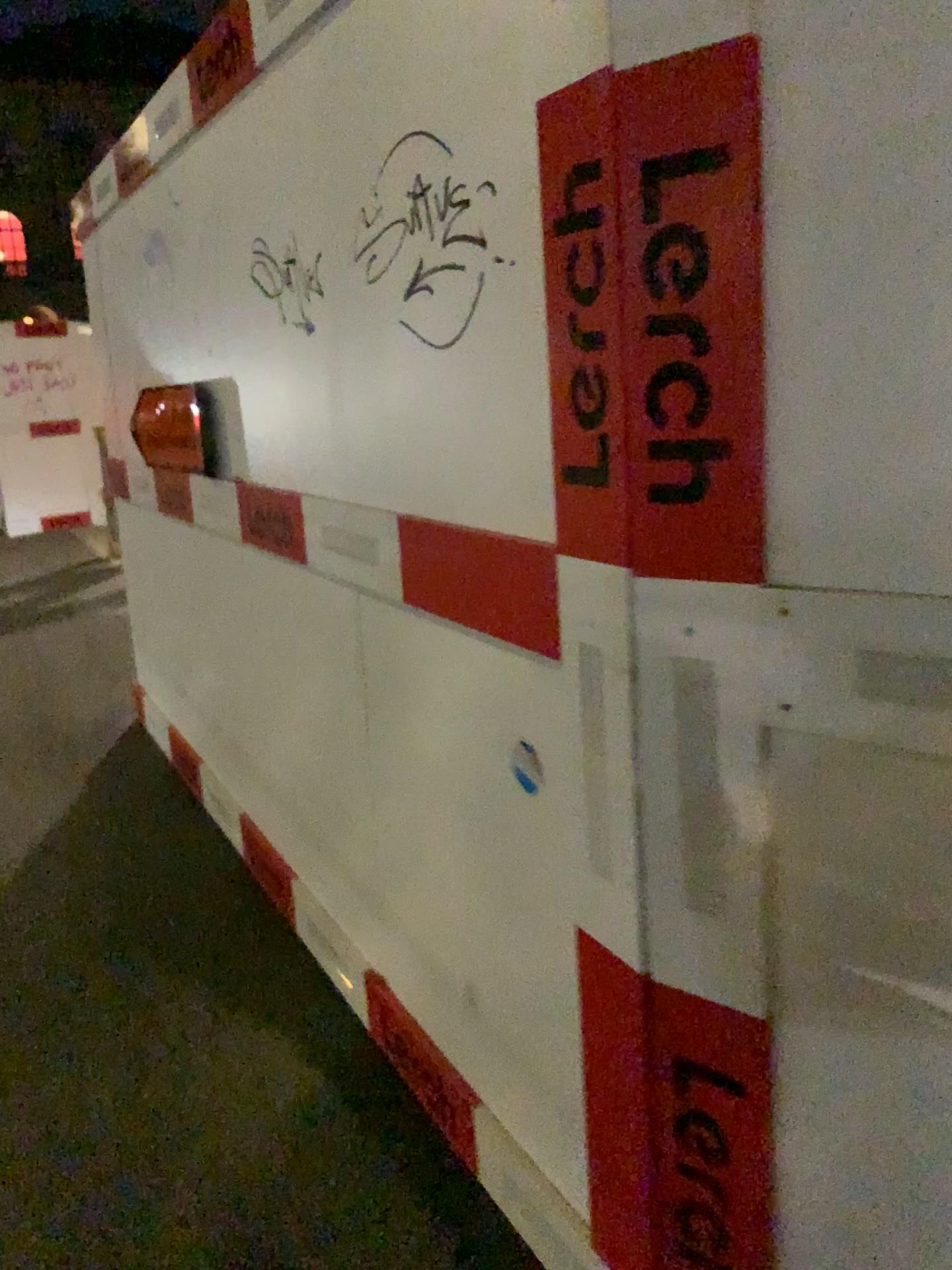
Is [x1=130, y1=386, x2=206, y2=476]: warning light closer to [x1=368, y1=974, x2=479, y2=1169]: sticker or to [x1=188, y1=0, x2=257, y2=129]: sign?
[x1=188, y1=0, x2=257, y2=129]: sign

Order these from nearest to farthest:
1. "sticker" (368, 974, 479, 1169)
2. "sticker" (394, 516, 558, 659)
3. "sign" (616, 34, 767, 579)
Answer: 1. "sign" (616, 34, 767, 579)
2. "sticker" (394, 516, 558, 659)
3. "sticker" (368, 974, 479, 1169)

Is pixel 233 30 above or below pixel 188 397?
above

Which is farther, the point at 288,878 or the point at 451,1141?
the point at 288,878

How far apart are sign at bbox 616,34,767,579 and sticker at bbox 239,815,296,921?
1.9m

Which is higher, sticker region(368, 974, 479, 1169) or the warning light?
the warning light

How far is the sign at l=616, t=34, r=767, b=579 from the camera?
1.0m

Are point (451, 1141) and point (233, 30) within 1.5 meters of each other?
no

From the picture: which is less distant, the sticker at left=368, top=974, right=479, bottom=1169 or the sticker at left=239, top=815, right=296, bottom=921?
the sticker at left=368, top=974, right=479, bottom=1169

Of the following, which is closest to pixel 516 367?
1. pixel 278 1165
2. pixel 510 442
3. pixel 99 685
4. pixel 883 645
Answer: pixel 510 442
